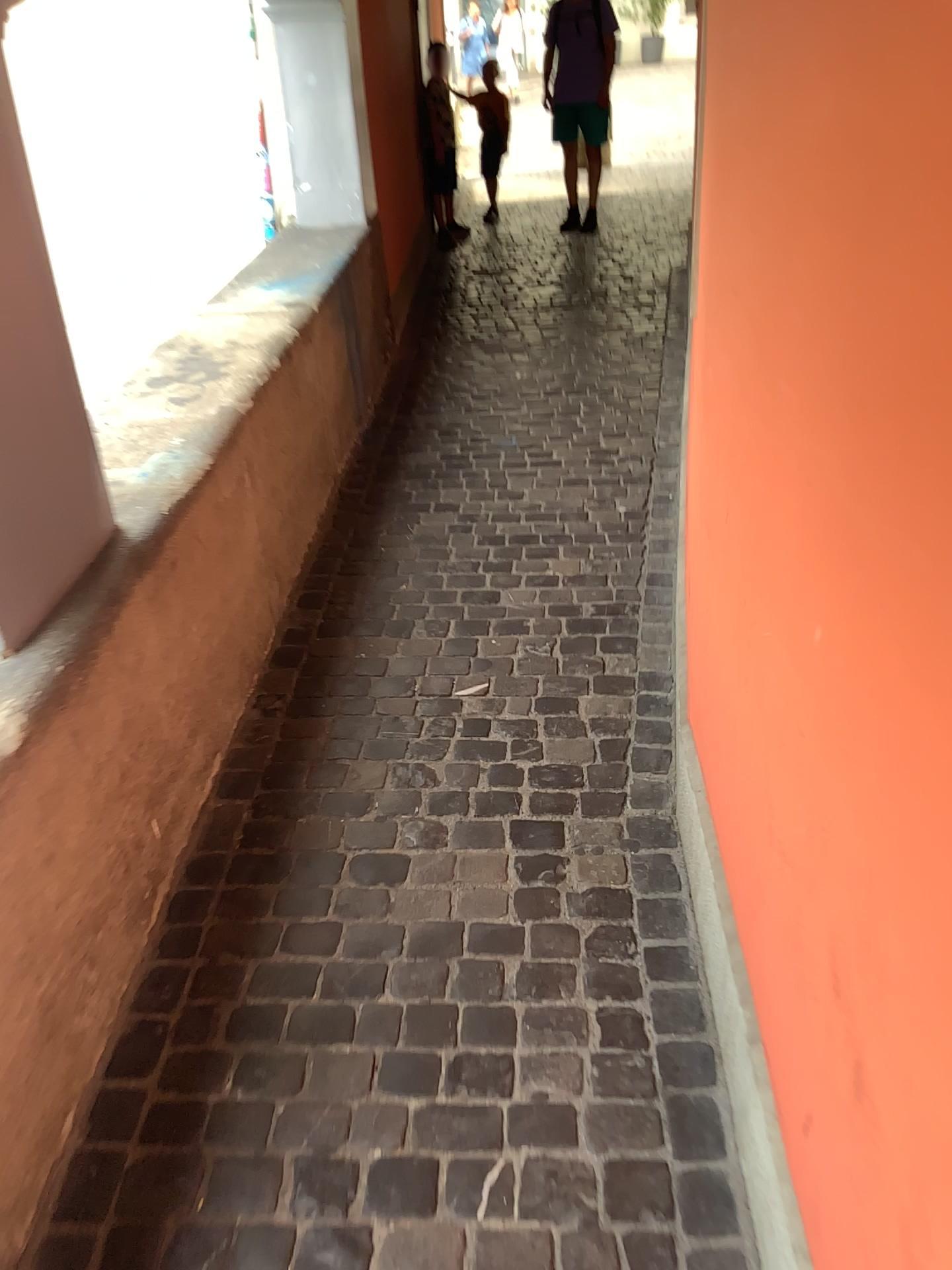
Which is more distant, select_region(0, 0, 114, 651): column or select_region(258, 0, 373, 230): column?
select_region(258, 0, 373, 230): column

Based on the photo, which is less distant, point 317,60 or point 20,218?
point 20,218

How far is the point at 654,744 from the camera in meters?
2.3 m

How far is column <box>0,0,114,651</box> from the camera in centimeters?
162cm

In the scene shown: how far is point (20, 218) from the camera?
1.6m
